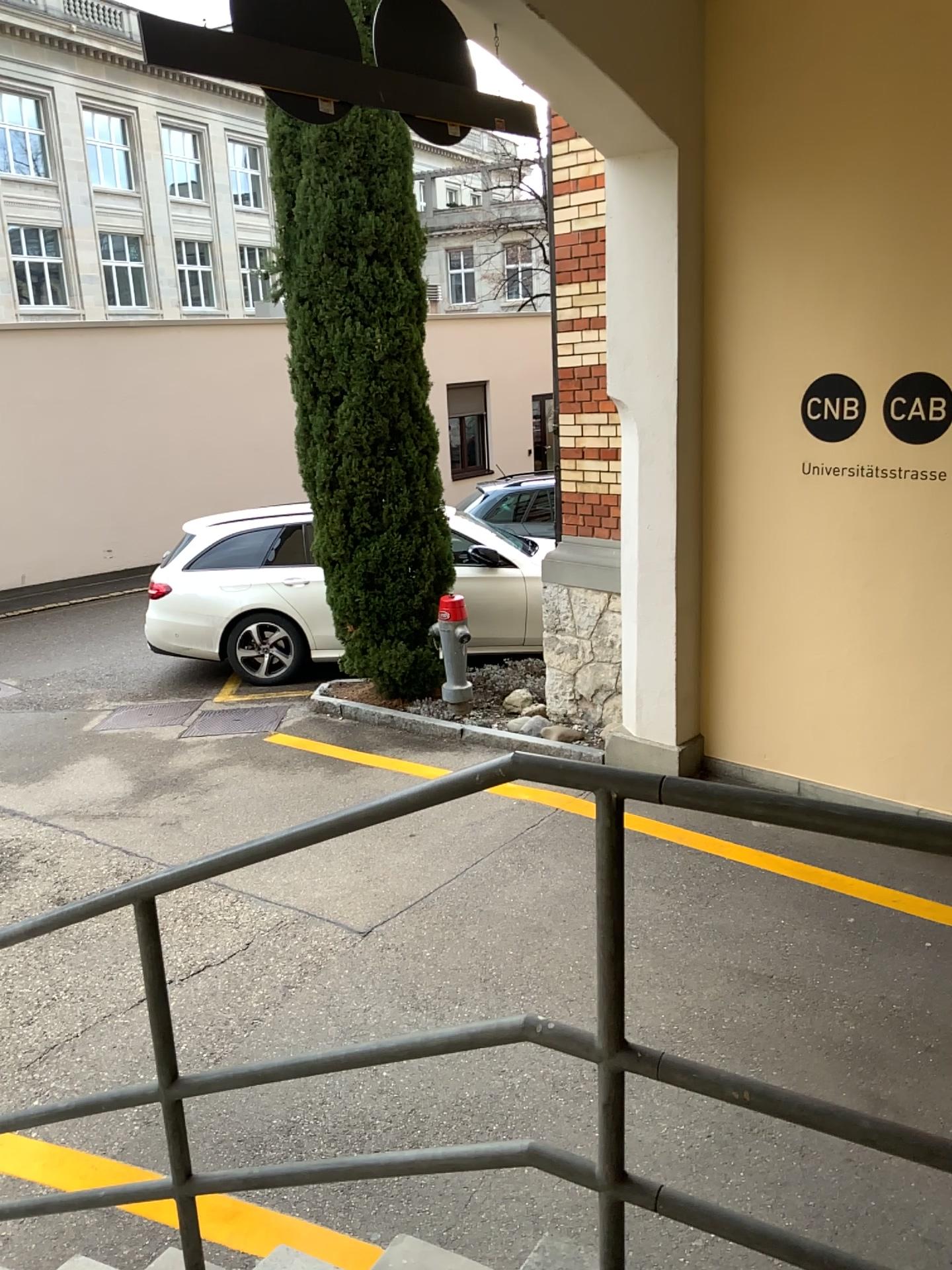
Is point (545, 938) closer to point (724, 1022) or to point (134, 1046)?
point (724, 1022)
